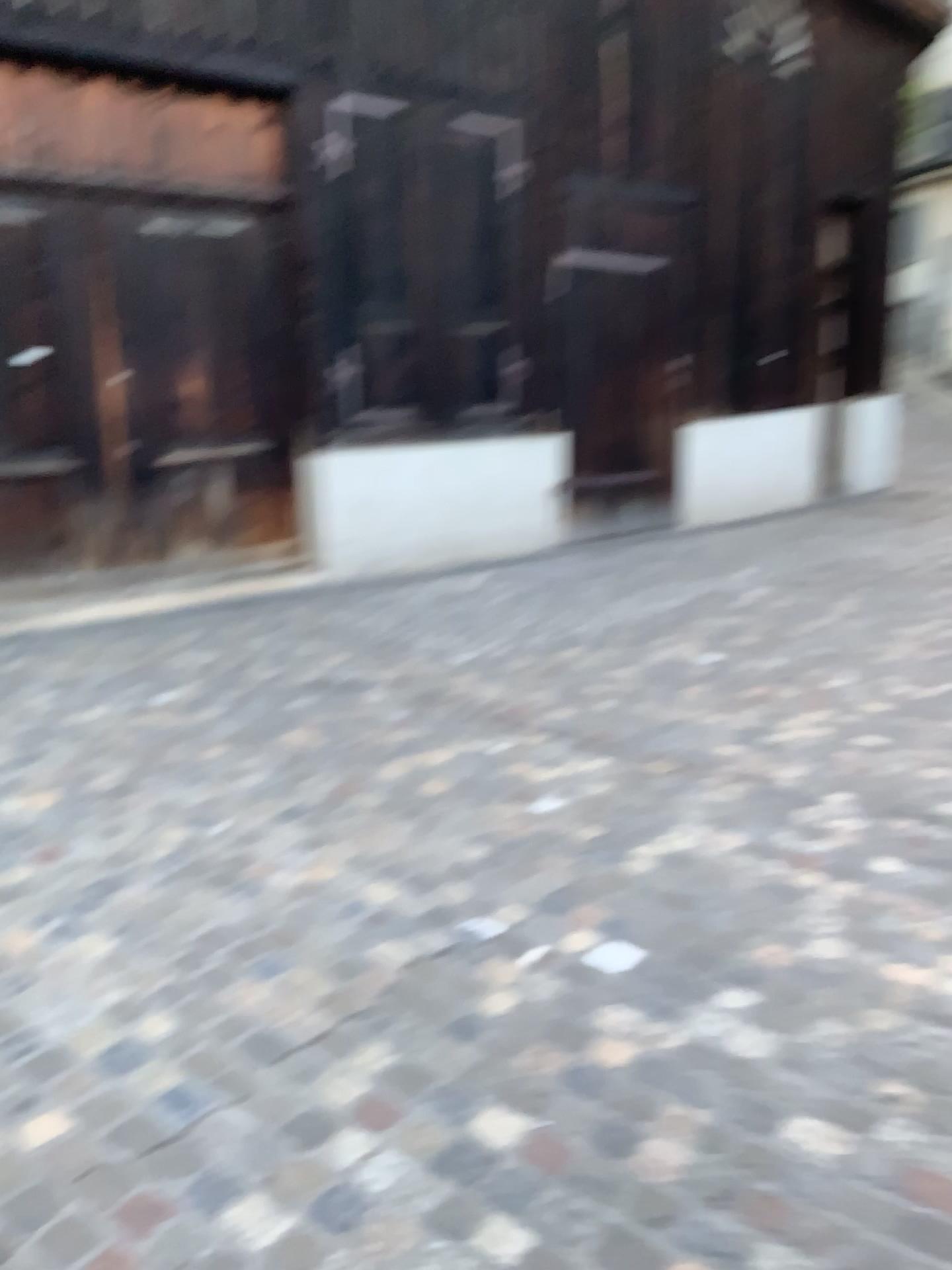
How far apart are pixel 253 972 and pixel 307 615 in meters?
3.6
